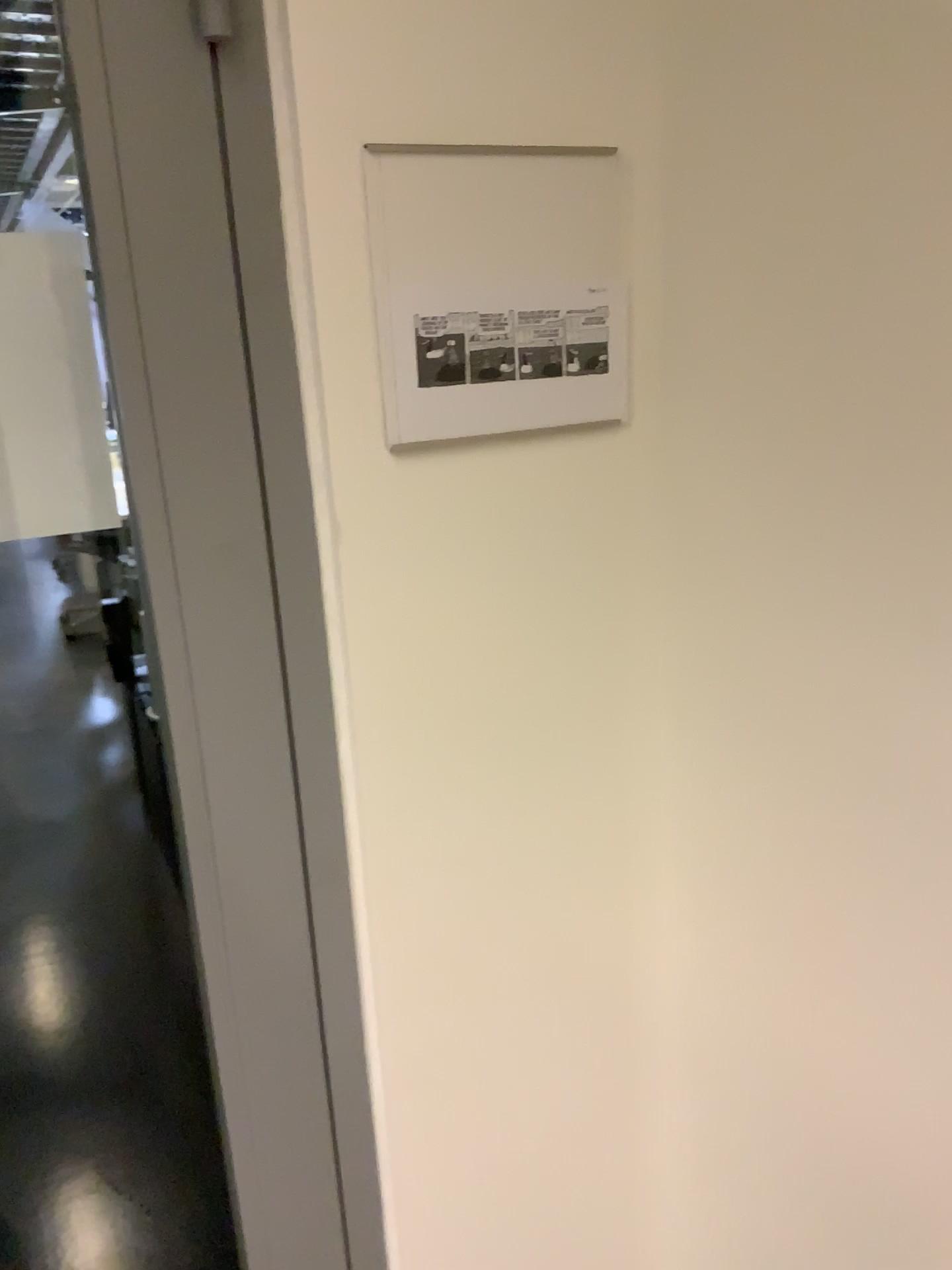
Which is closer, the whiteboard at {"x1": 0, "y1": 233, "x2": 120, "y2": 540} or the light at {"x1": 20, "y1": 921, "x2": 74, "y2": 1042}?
the whiteboard at {"x1": 0, "y1": 233, "x2": 120, "y2": 540}

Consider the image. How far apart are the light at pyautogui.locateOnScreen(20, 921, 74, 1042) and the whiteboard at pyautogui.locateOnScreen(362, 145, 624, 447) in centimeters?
227cm

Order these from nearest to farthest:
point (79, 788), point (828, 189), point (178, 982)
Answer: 1. point (828, 189)
2. point (178, 982)
3. point (79, 788)

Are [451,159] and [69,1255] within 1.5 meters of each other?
no

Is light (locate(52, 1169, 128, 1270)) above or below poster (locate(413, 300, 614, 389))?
below

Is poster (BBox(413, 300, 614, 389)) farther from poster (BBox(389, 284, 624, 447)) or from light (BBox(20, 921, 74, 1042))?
light (BBox(20, 921, 74, 1042))

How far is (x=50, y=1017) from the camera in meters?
2.6 m

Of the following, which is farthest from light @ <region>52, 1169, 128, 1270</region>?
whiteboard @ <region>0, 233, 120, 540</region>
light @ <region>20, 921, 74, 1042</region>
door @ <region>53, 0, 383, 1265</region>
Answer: whiteboard @ <region>0, 233, 120, 540</region>

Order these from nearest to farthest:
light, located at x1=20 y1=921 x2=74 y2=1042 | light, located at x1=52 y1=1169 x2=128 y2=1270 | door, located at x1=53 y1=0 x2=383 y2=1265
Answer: door, located at x1=53 y1=0 x2=383 y2=1265 → light, located at x1=52 y1=1169 x2=128 y2=1270 → light, located at x1=20 y1=921 x2=74 y2=1042

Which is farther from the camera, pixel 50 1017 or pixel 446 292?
pixel 50 1017
